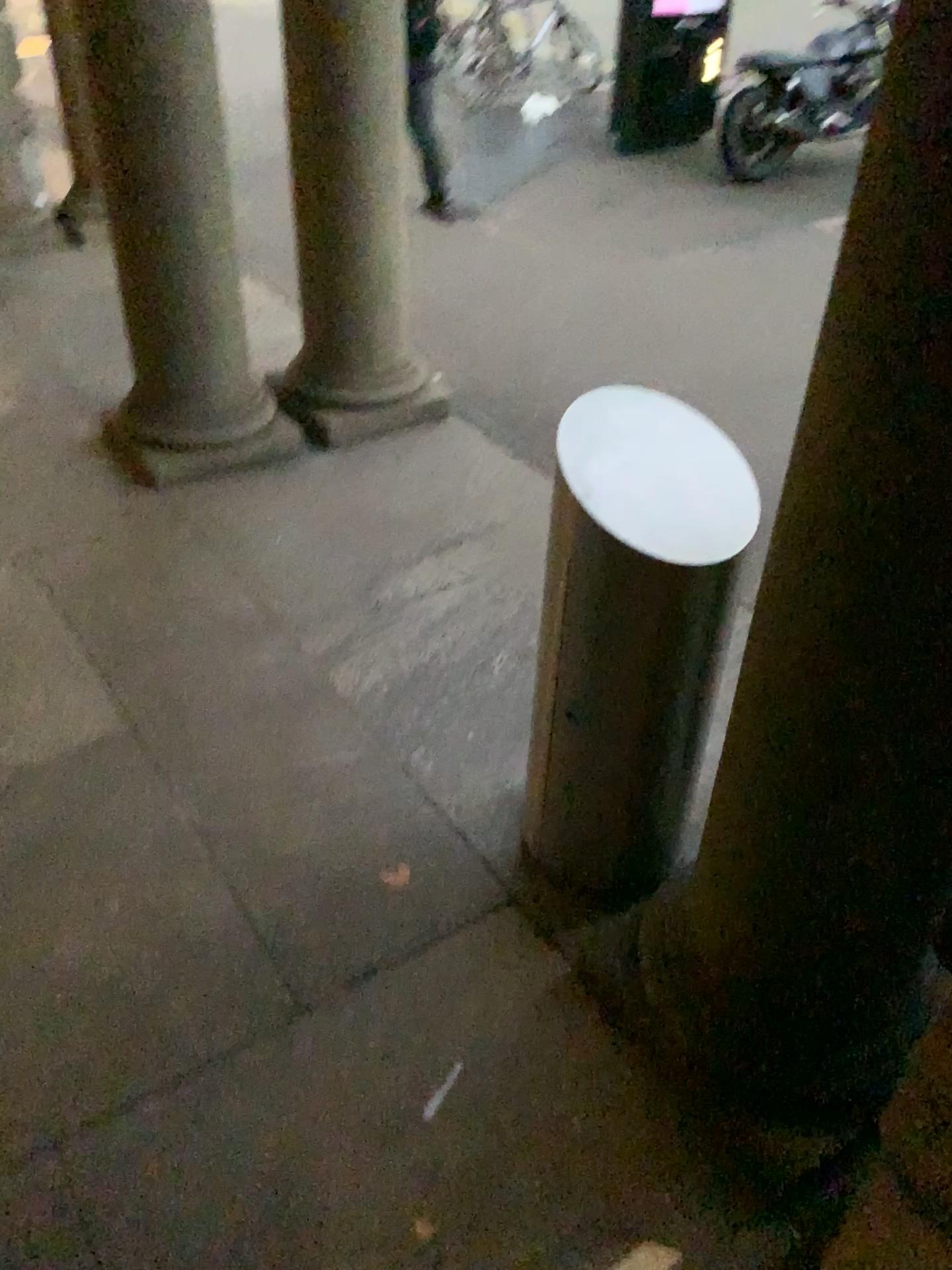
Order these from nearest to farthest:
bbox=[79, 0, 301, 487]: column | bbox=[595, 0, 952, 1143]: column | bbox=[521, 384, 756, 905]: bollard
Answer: bbox=[595, 0, 952, 1143]: column < bbox=[521, 384, 756, 905]: bollard < bbox=[79, 0, 301, 487]: column

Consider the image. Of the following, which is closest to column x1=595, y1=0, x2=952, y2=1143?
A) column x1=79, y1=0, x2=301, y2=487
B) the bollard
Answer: the bollard

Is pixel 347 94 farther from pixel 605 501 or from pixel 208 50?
pixel 605 501

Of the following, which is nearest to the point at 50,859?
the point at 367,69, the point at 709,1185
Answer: the point at 709,1185

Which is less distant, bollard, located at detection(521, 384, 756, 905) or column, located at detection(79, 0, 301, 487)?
bollard, located at detection(521, 384, 756, 905)

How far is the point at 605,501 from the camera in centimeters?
186cm

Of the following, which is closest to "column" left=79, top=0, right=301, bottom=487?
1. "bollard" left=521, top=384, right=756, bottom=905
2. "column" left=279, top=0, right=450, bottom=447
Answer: "column" left=279, top=0, right=450, bottom=447

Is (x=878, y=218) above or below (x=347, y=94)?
above

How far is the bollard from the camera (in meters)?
1.86

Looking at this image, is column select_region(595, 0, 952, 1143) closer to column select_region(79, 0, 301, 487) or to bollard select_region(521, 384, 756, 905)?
bollard select_region(521, 384, 756, 905)
